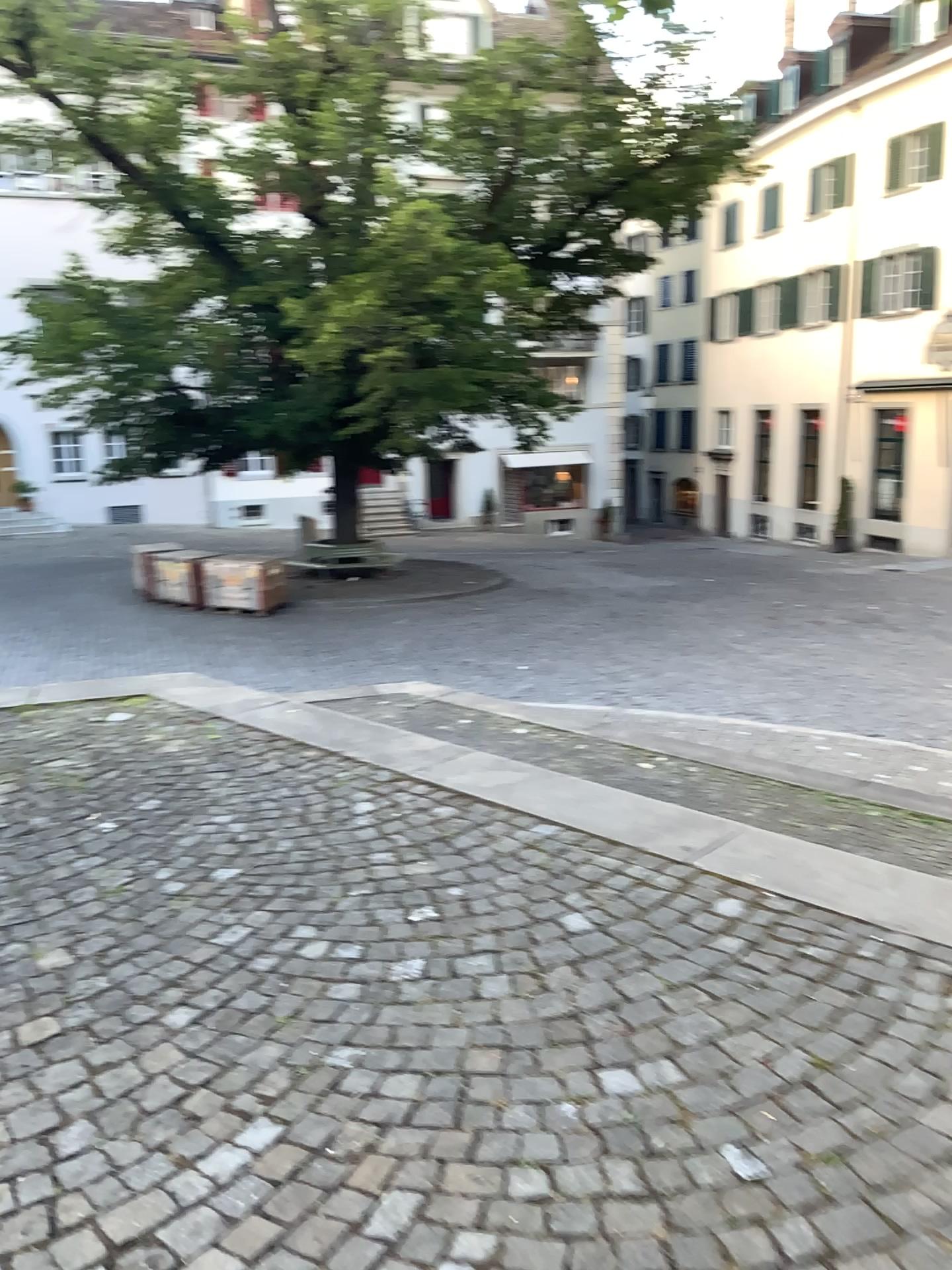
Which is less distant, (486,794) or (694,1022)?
(694,1022)
